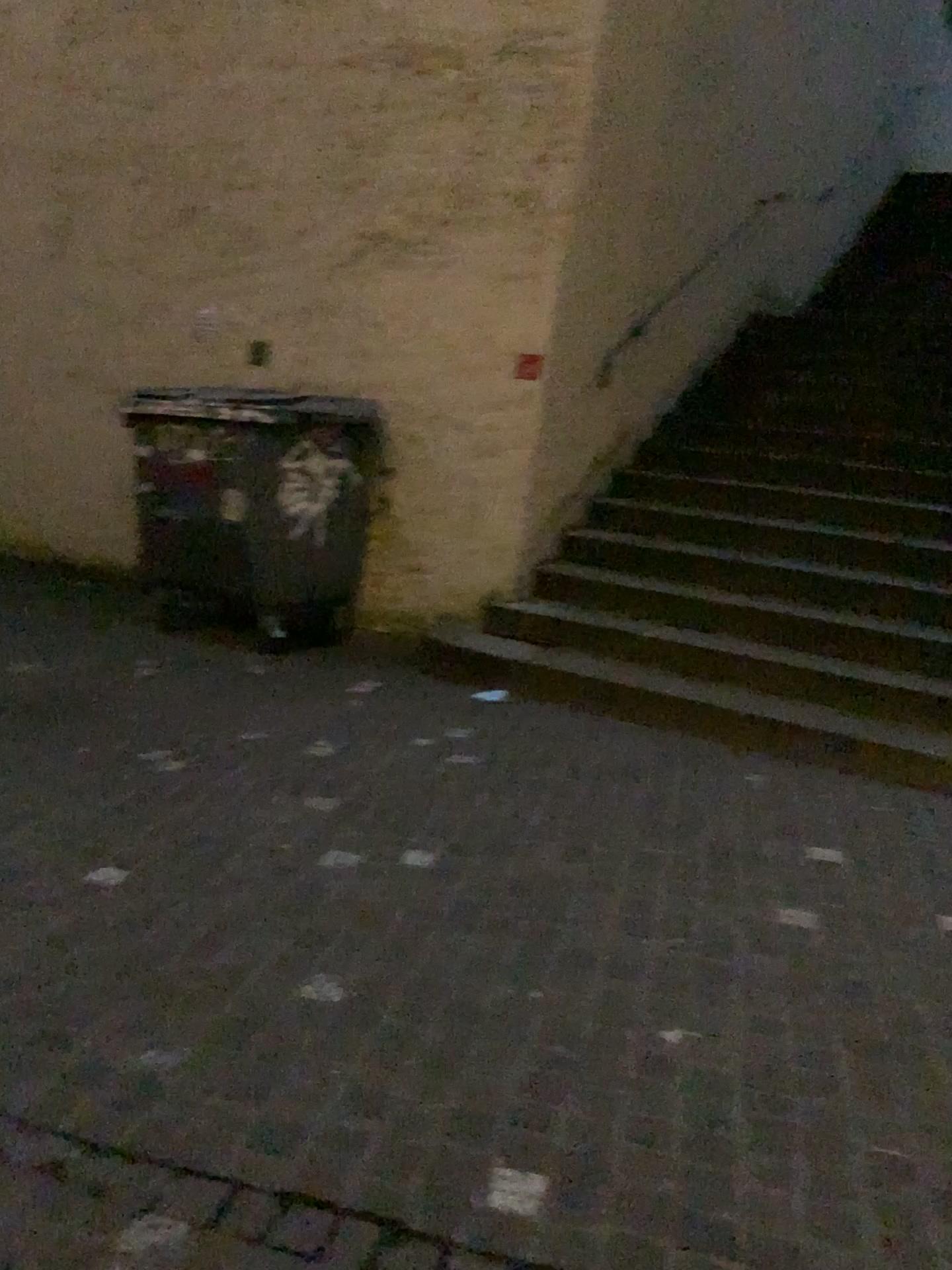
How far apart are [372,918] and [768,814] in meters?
1.6
